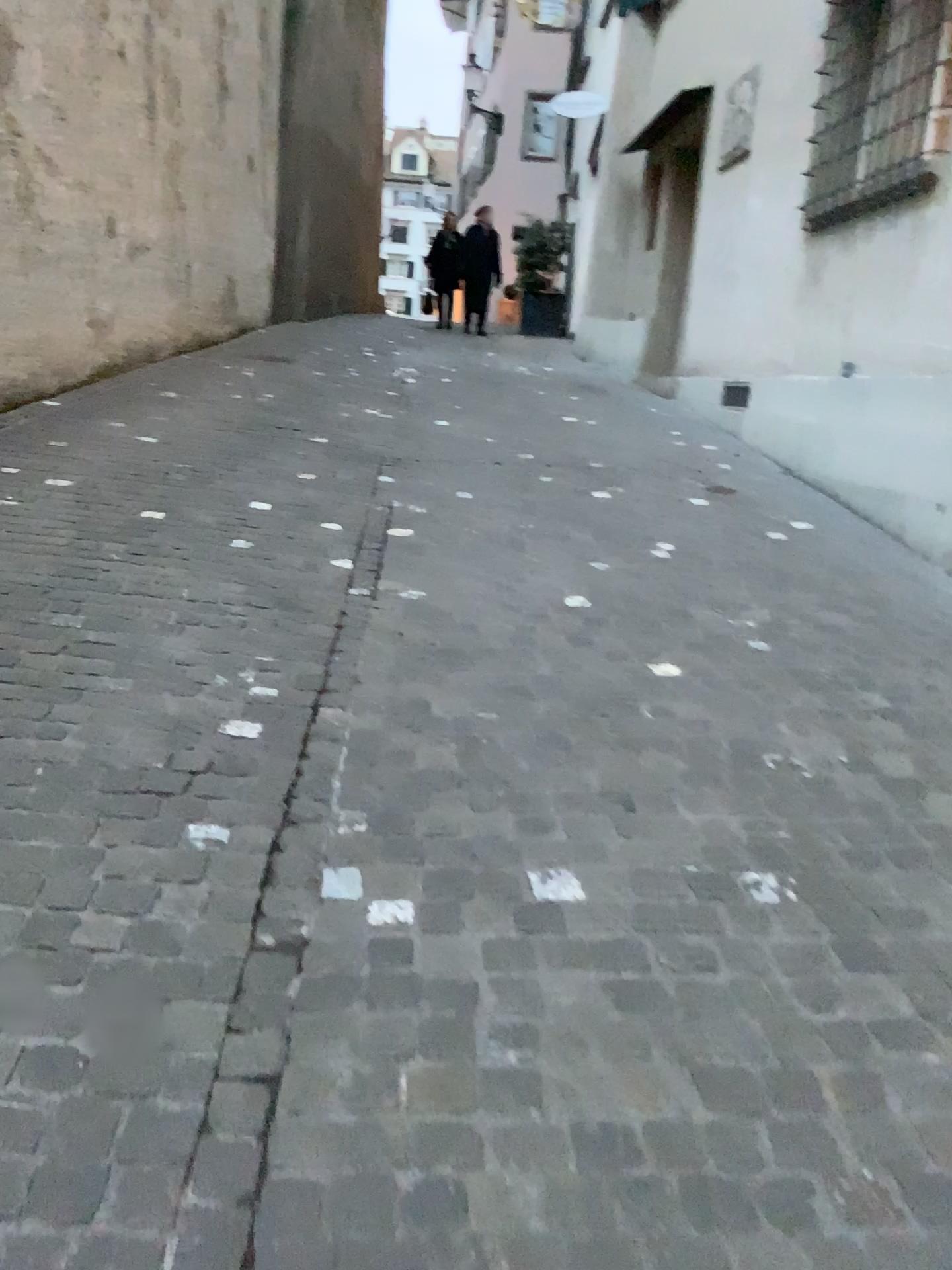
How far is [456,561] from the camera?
4.2 meters
